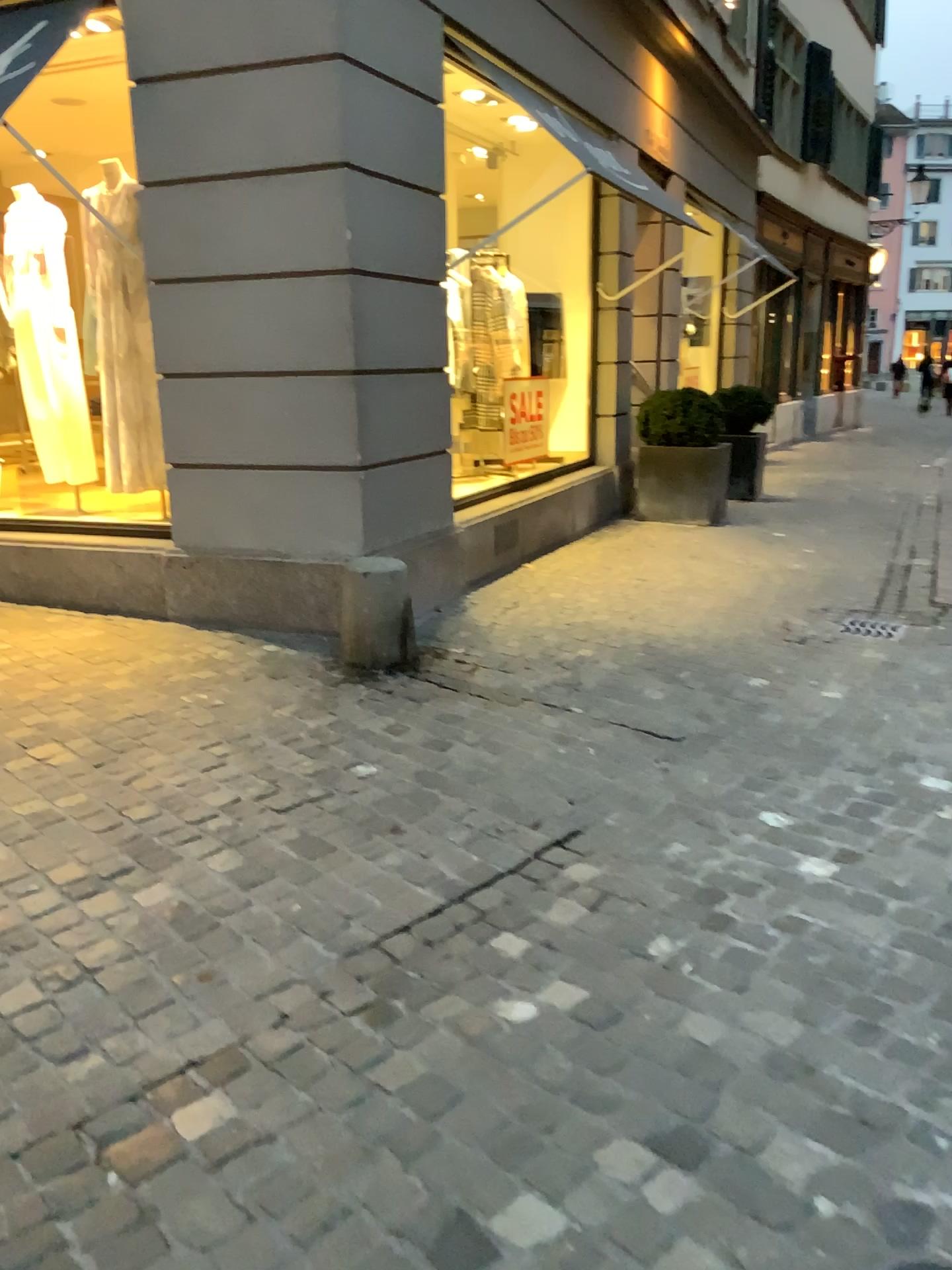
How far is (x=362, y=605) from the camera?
4.31m

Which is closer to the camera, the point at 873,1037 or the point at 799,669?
the point at 873,1037

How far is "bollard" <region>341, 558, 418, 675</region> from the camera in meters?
4.3 m
